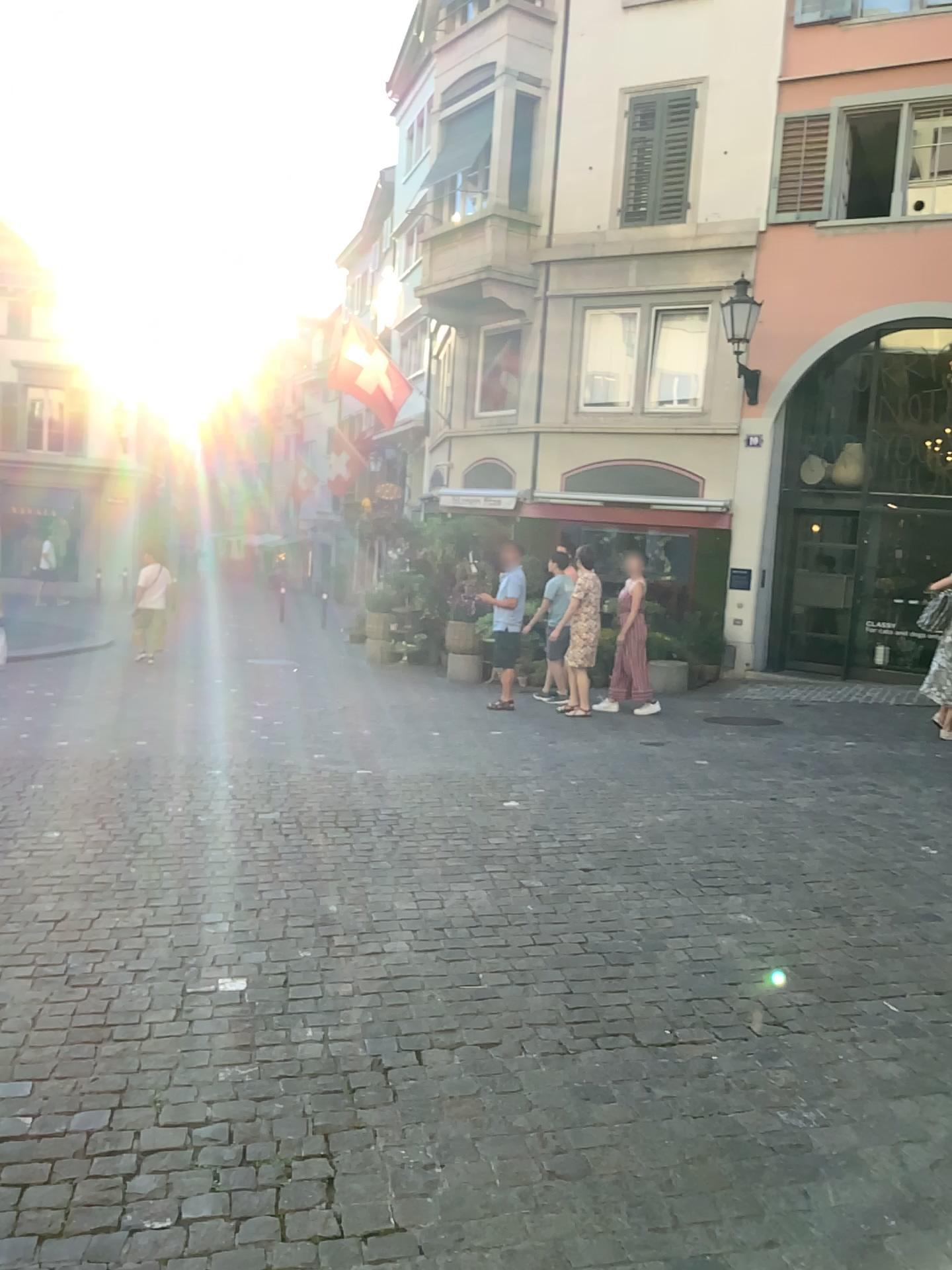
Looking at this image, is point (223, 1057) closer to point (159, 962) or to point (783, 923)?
point (159, 962)
